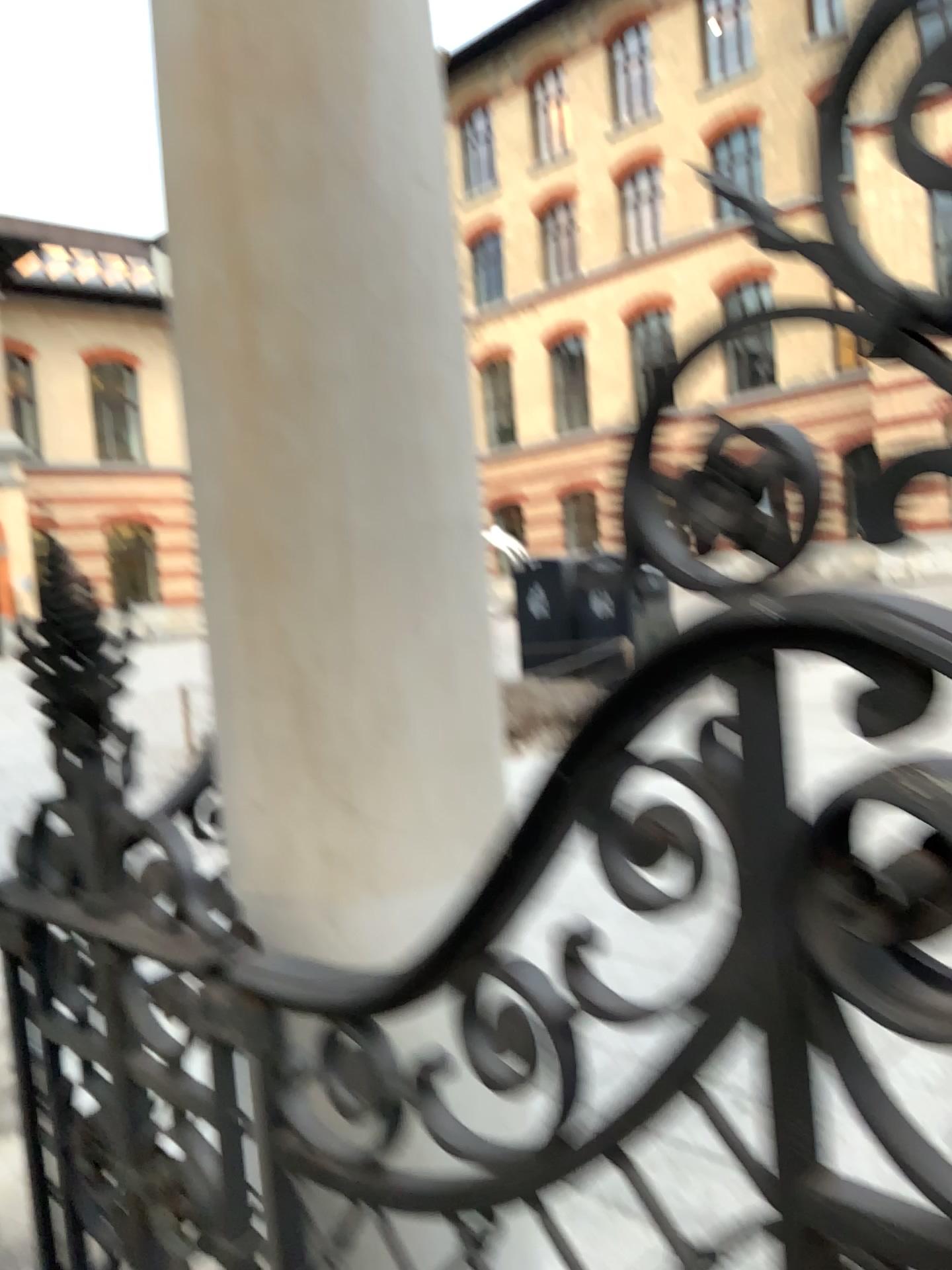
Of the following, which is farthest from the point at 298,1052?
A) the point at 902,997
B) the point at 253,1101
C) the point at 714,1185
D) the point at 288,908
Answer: the point at 714,1185
